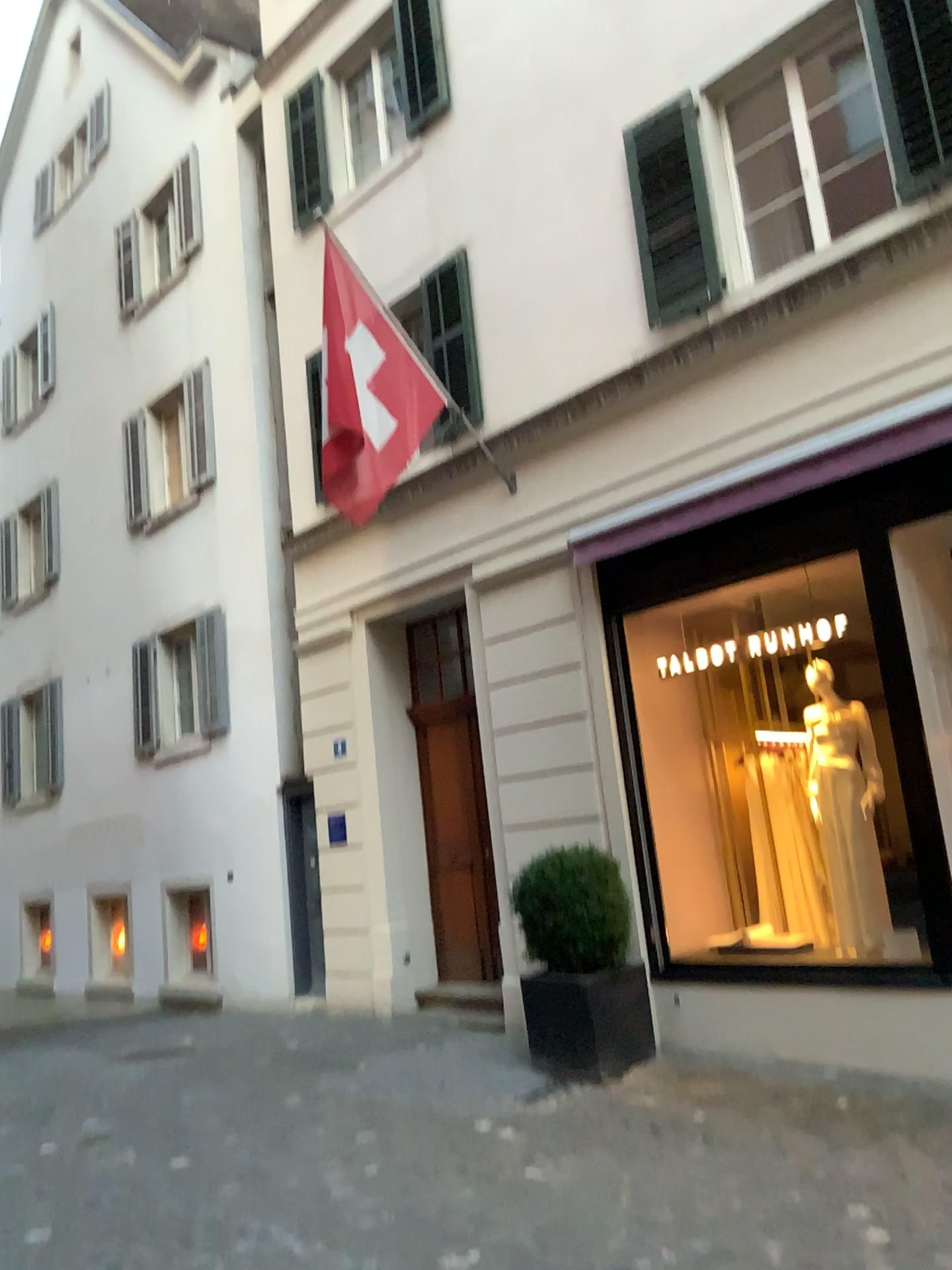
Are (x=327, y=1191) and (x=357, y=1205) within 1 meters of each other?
yes
